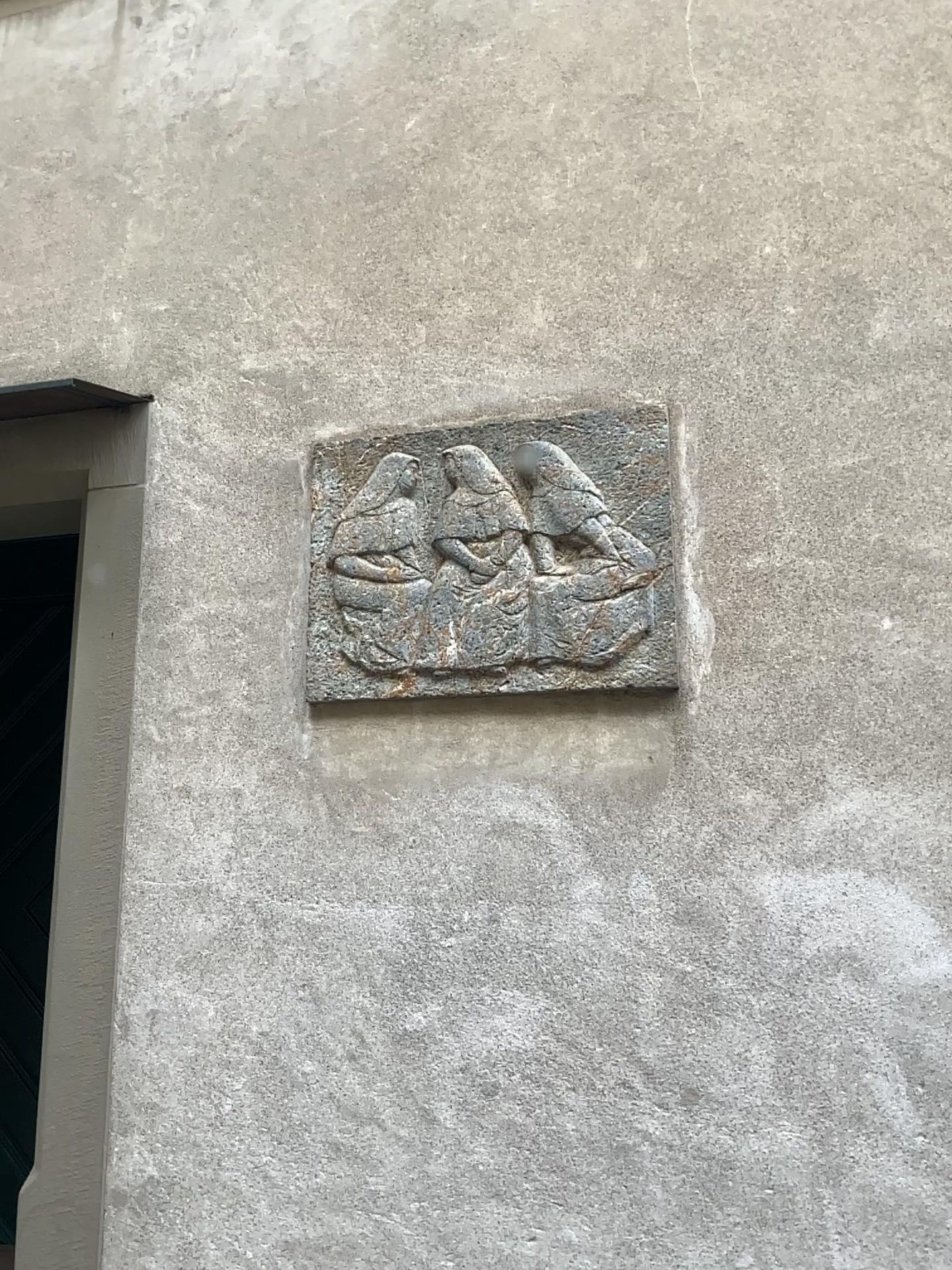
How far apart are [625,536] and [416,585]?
0.44m

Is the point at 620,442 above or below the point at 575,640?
above

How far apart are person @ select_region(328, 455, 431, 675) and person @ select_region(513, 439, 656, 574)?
0.3 meters

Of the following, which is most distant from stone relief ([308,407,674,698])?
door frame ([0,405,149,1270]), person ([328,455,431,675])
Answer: door frame ([0,405,149,1270])

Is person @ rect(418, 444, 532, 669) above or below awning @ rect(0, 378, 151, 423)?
below

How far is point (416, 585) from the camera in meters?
2.2 m

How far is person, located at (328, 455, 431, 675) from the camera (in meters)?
2.19

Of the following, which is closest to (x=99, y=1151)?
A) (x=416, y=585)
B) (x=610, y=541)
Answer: (x=416, y=585)

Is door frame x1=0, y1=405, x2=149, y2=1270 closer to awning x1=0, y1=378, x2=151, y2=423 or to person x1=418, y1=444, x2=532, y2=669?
awning x1=0, y1=378, x2=151, y2=423

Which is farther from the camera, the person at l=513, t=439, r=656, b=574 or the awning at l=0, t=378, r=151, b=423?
the awning at l=0, t=378, r=151, b=423
